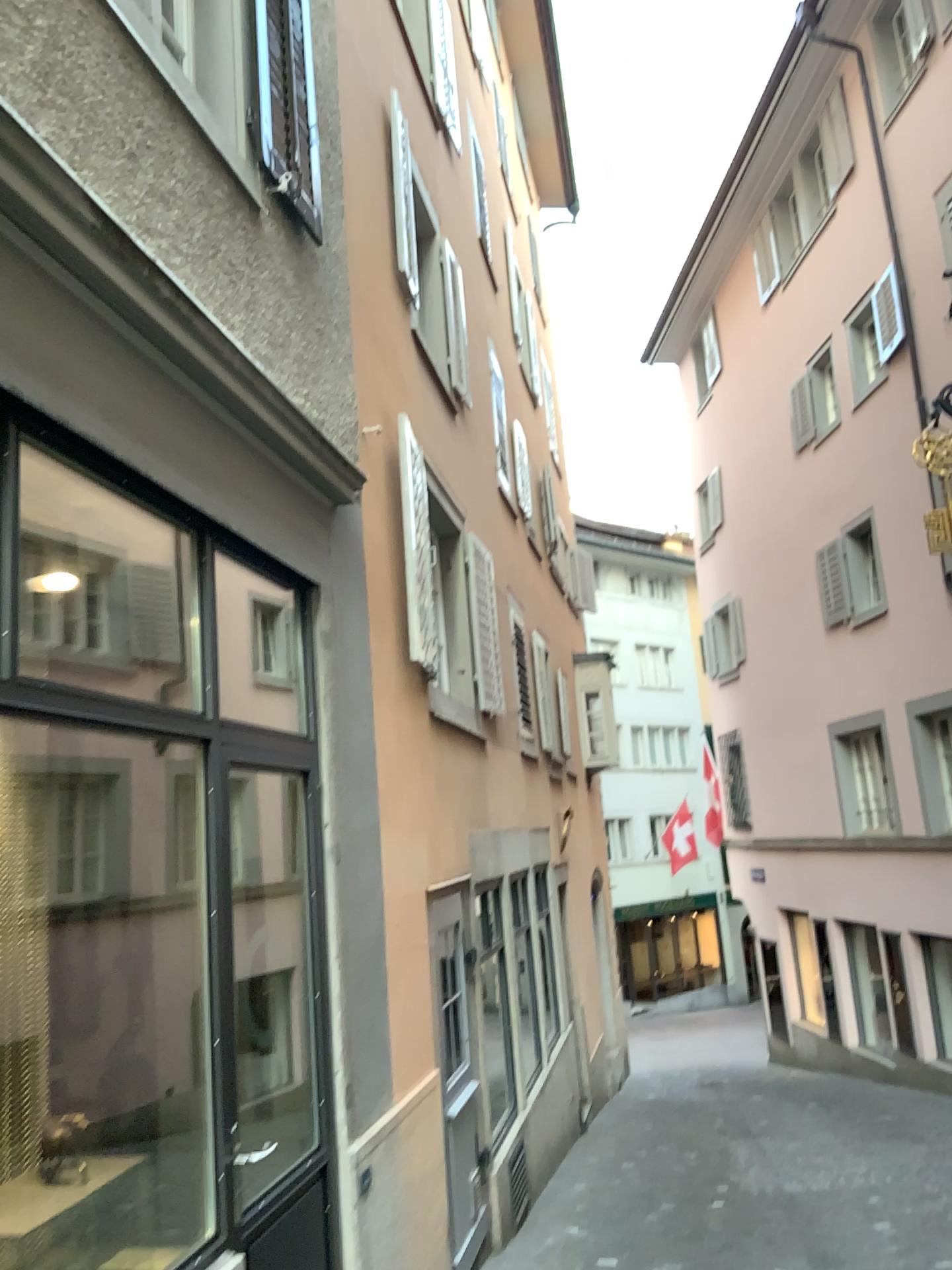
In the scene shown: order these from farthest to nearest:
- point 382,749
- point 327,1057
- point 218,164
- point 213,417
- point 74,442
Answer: point 382,749 → point 327,1057 → point 218,164 → point 213,417 → point 74,442
